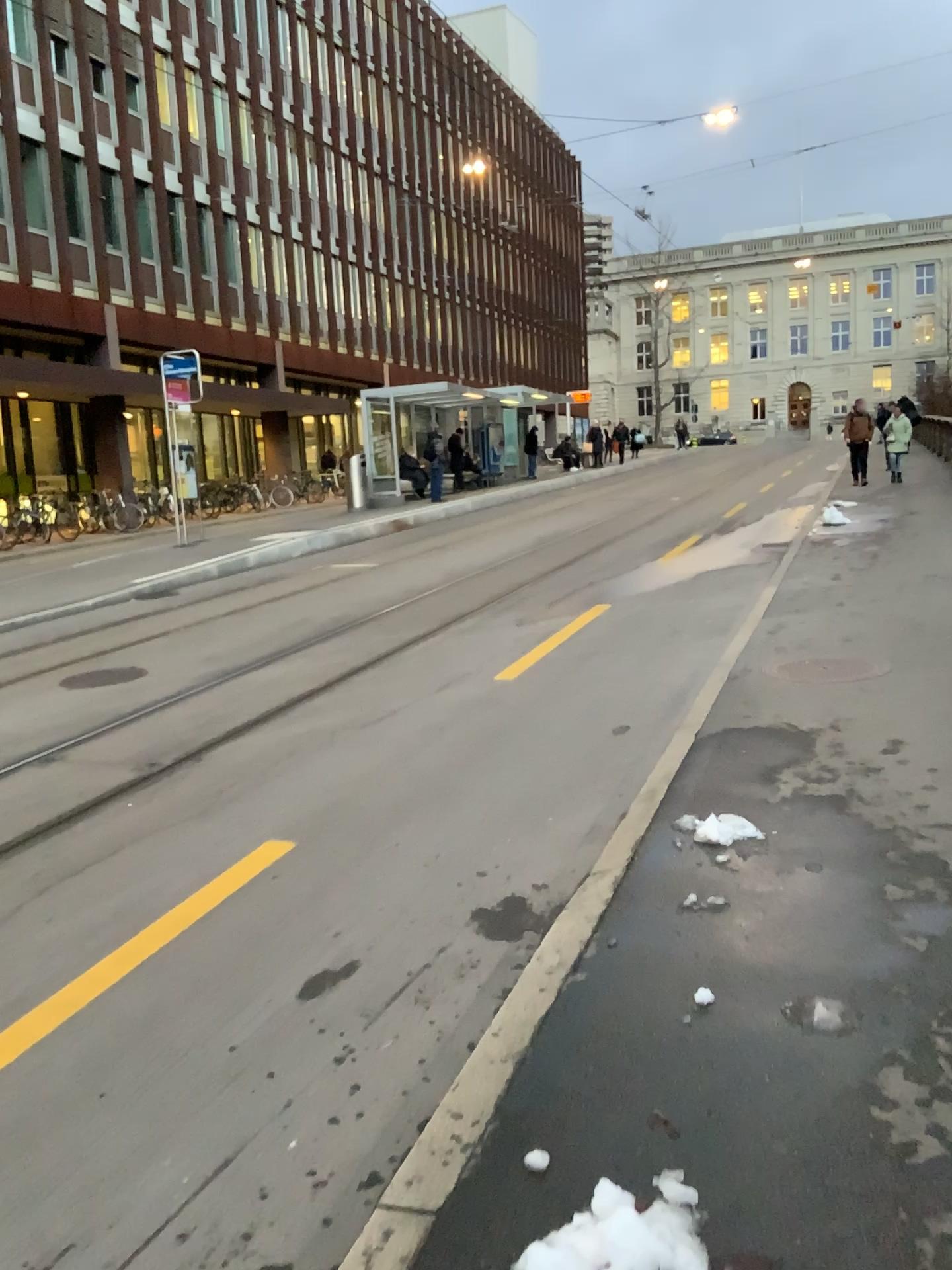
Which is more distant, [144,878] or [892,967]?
[144,878]
